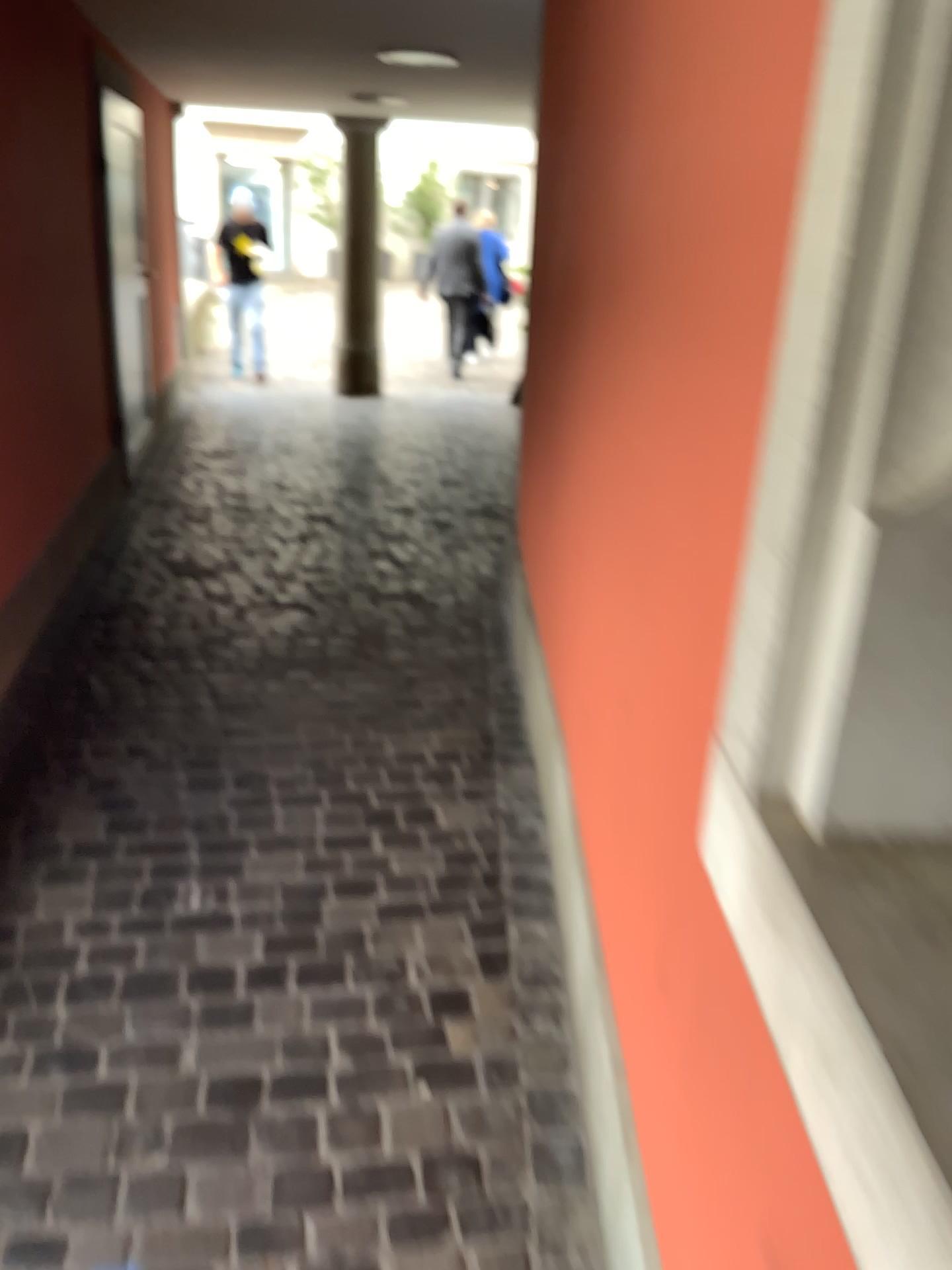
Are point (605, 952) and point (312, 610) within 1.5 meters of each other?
no
